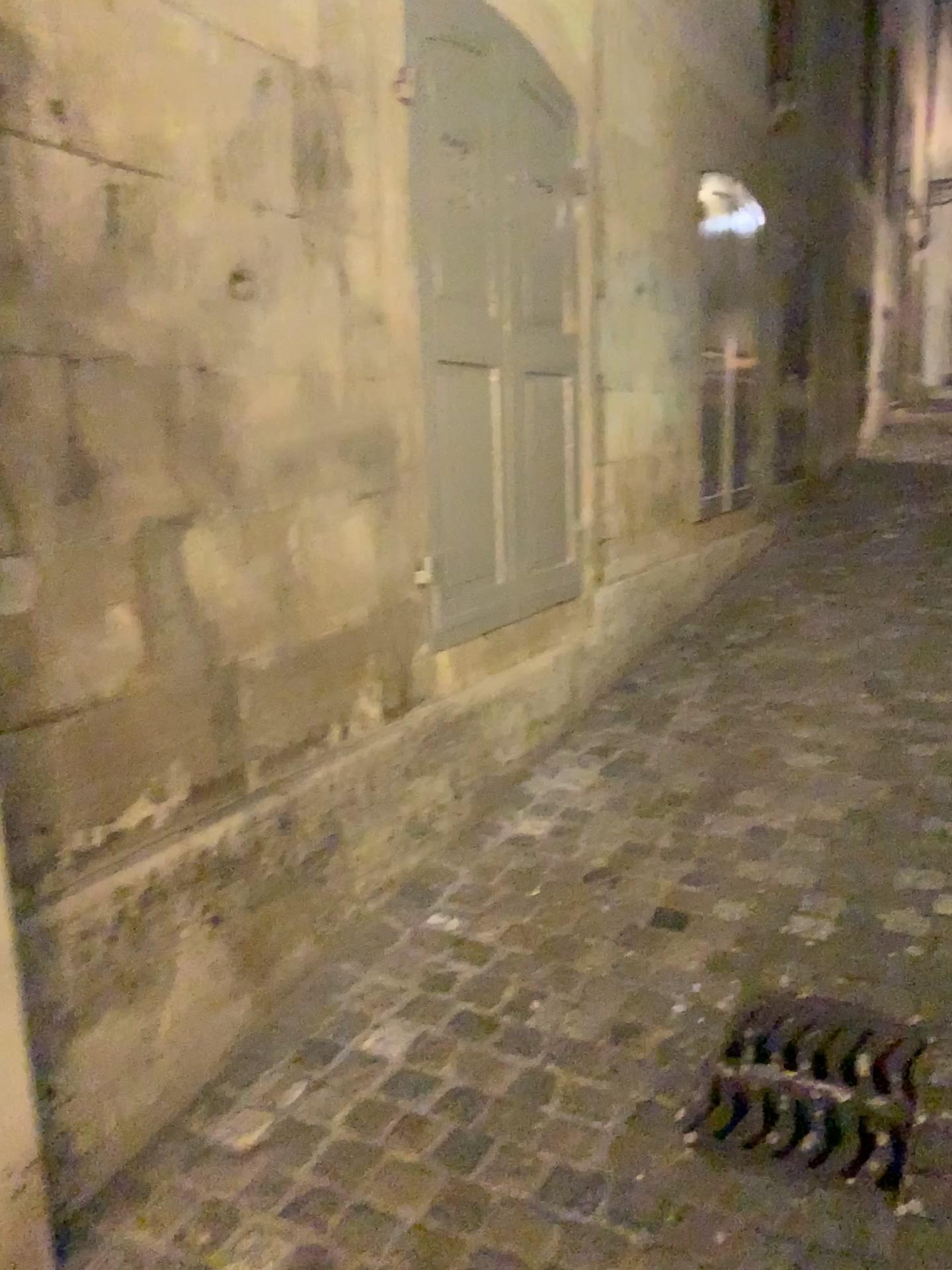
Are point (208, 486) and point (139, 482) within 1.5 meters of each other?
yes

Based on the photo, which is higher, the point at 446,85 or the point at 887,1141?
the point at 446,85

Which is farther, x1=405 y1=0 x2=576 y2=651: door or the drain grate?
x1=405 y1=0 x2=576 y2=651: door

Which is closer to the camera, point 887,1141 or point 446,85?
point 887,1141

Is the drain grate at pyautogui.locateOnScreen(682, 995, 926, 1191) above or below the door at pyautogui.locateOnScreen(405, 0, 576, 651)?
below
